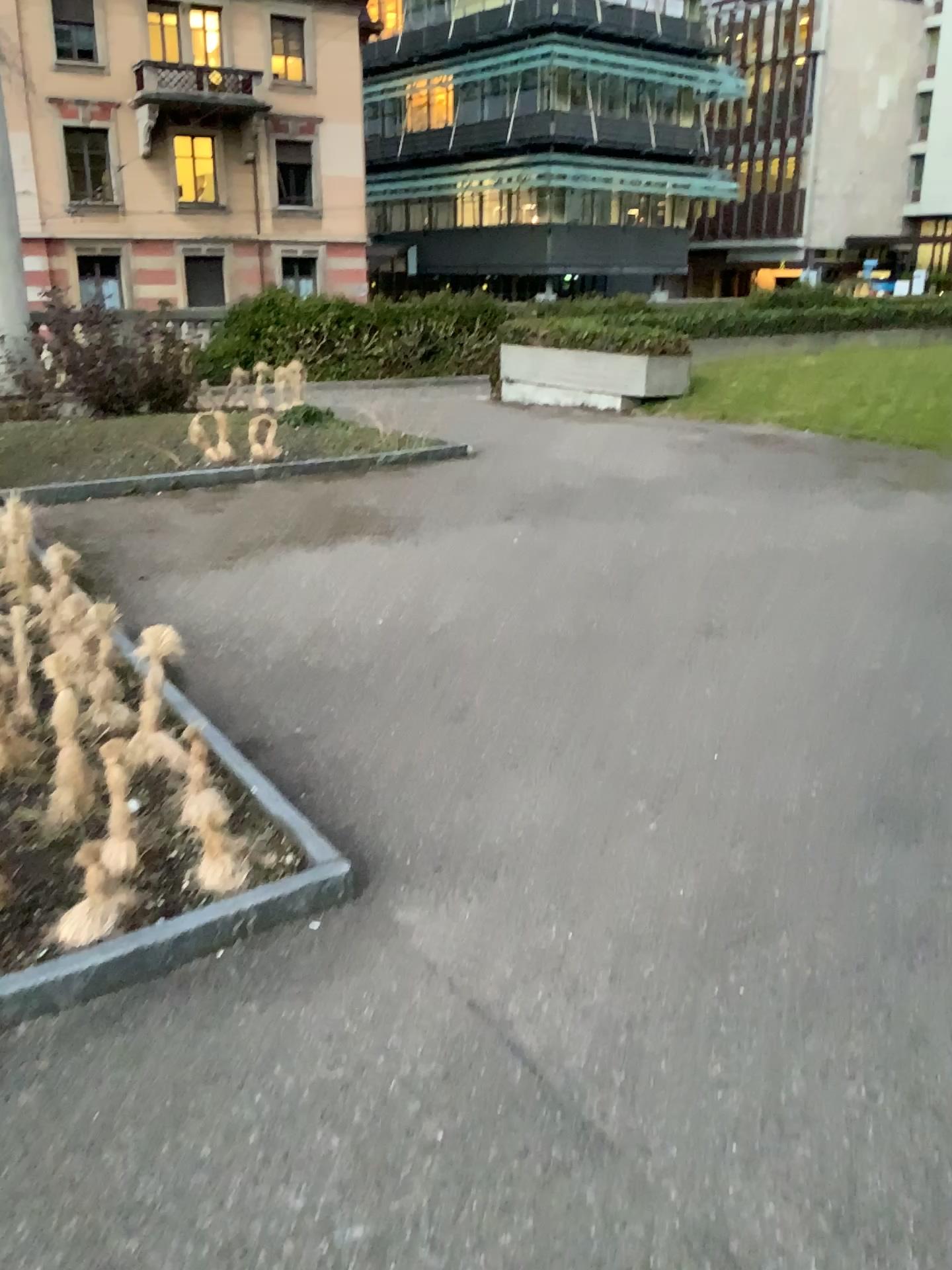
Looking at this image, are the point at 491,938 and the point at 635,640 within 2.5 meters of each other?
yes
